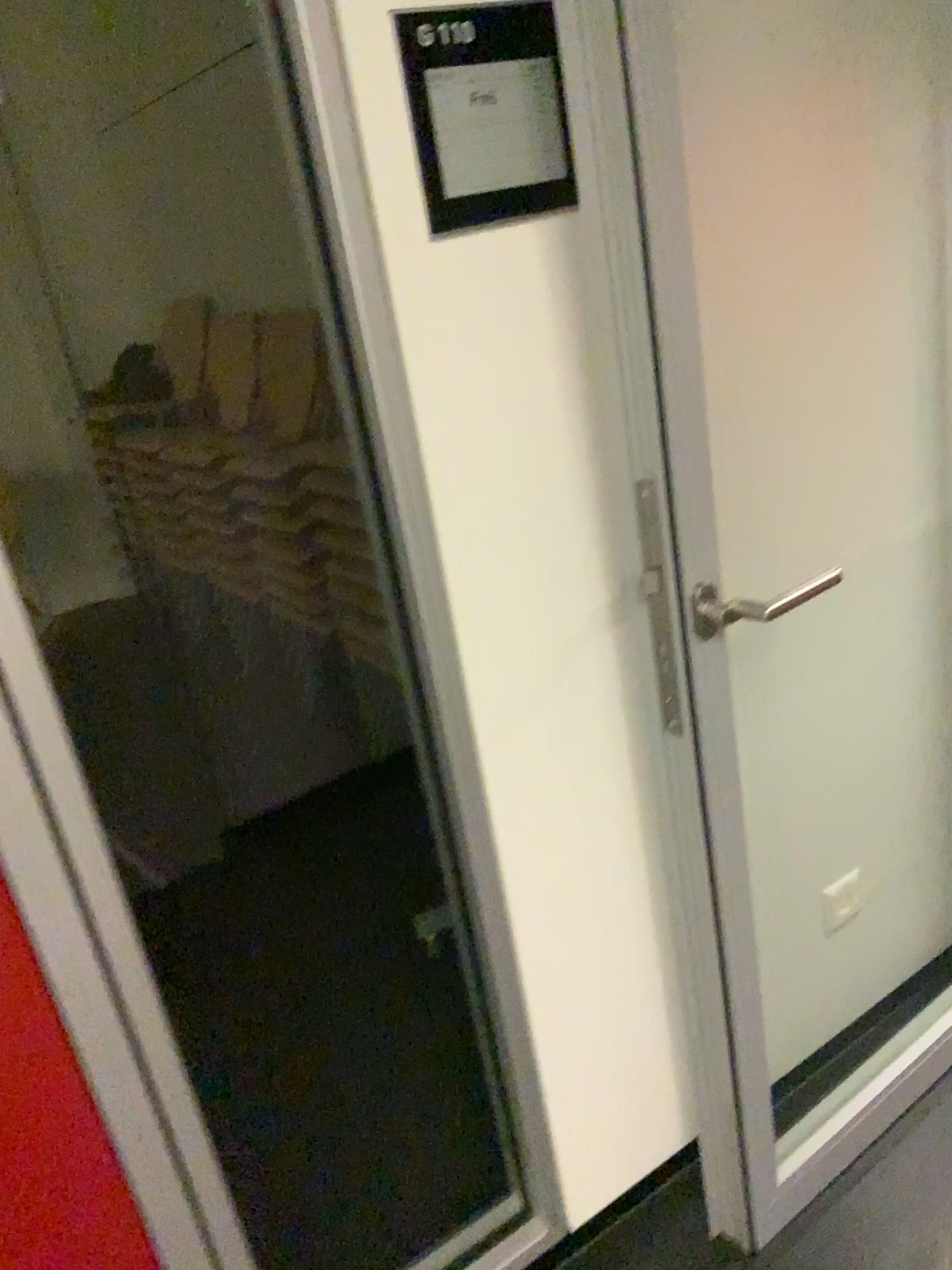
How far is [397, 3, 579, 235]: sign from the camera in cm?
108

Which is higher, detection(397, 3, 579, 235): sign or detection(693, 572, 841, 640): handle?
detection(397, 3, 579, 235): sign

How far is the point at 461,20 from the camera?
1.1m

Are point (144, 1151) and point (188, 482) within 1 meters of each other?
no

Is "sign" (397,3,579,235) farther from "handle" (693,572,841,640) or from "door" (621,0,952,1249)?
"handle" (693,572,841,640)

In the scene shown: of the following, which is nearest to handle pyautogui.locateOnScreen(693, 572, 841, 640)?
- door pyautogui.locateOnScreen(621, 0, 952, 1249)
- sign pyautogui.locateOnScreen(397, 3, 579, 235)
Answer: door pyautogui.locateOnScreen(621, 0, 952, 1249)

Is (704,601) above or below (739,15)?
below

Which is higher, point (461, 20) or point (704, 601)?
point (461, 20)
